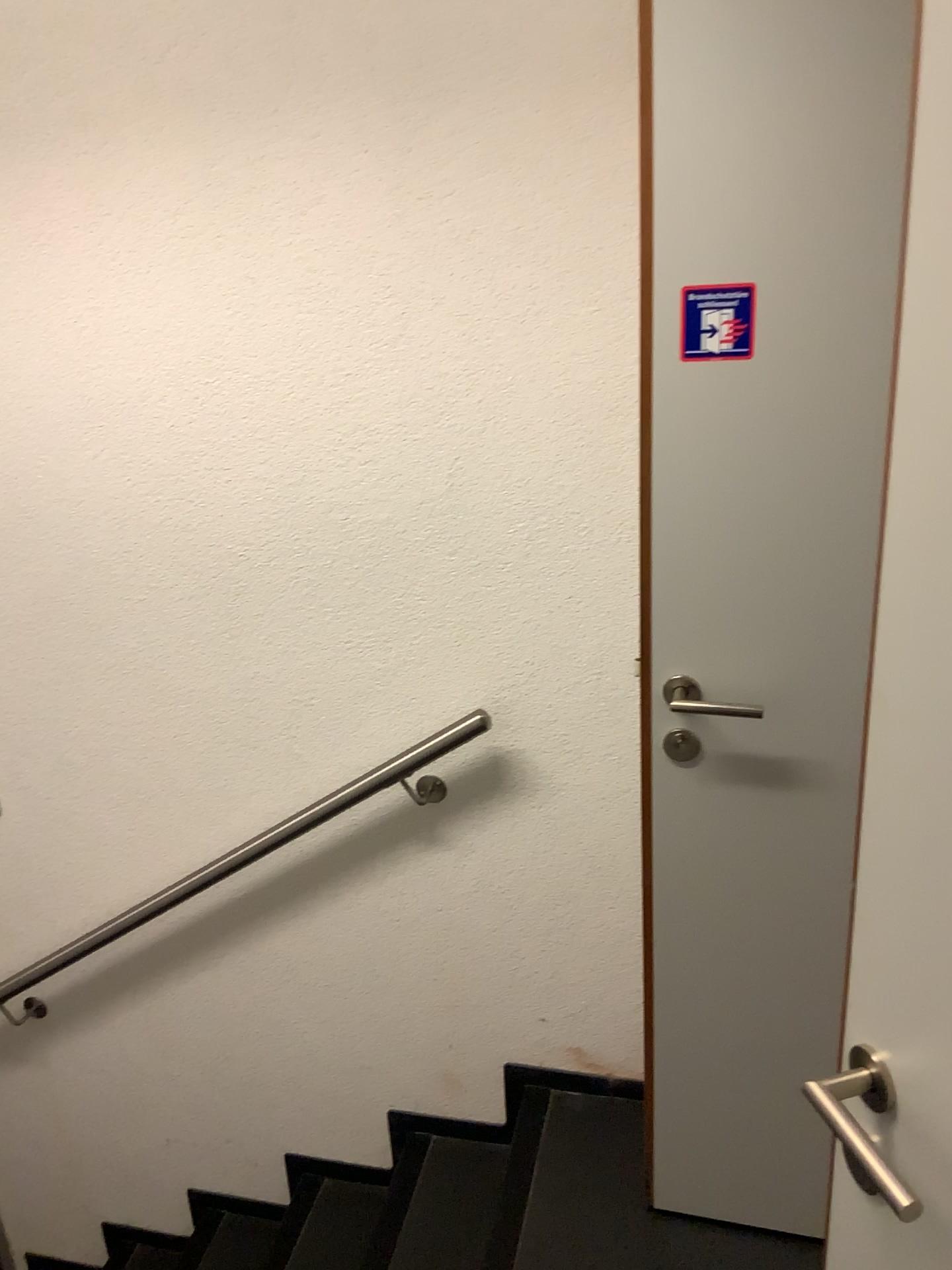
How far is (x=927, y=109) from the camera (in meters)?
0.65

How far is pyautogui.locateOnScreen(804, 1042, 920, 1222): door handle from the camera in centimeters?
80cm

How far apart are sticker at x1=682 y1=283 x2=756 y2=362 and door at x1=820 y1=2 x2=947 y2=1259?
0.7 meters

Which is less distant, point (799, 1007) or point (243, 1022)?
point (799, 1007)

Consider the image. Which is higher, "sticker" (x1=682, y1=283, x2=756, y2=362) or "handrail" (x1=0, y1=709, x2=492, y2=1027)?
"sticker" (x1=682, y1=283, x2=756, y2=362)

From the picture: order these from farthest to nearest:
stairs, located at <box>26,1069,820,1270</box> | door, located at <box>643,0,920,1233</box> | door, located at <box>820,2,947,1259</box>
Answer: stairs, located at <box>26,1069,820,1270</box> → door, located at <box>643,0,920,1233</box> → door, located at <box>820,2,947,1259</box>

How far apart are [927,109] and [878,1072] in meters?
0.7

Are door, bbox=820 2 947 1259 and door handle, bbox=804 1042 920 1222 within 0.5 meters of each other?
yes

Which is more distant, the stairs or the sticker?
the stairs

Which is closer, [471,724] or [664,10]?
[664,10]
